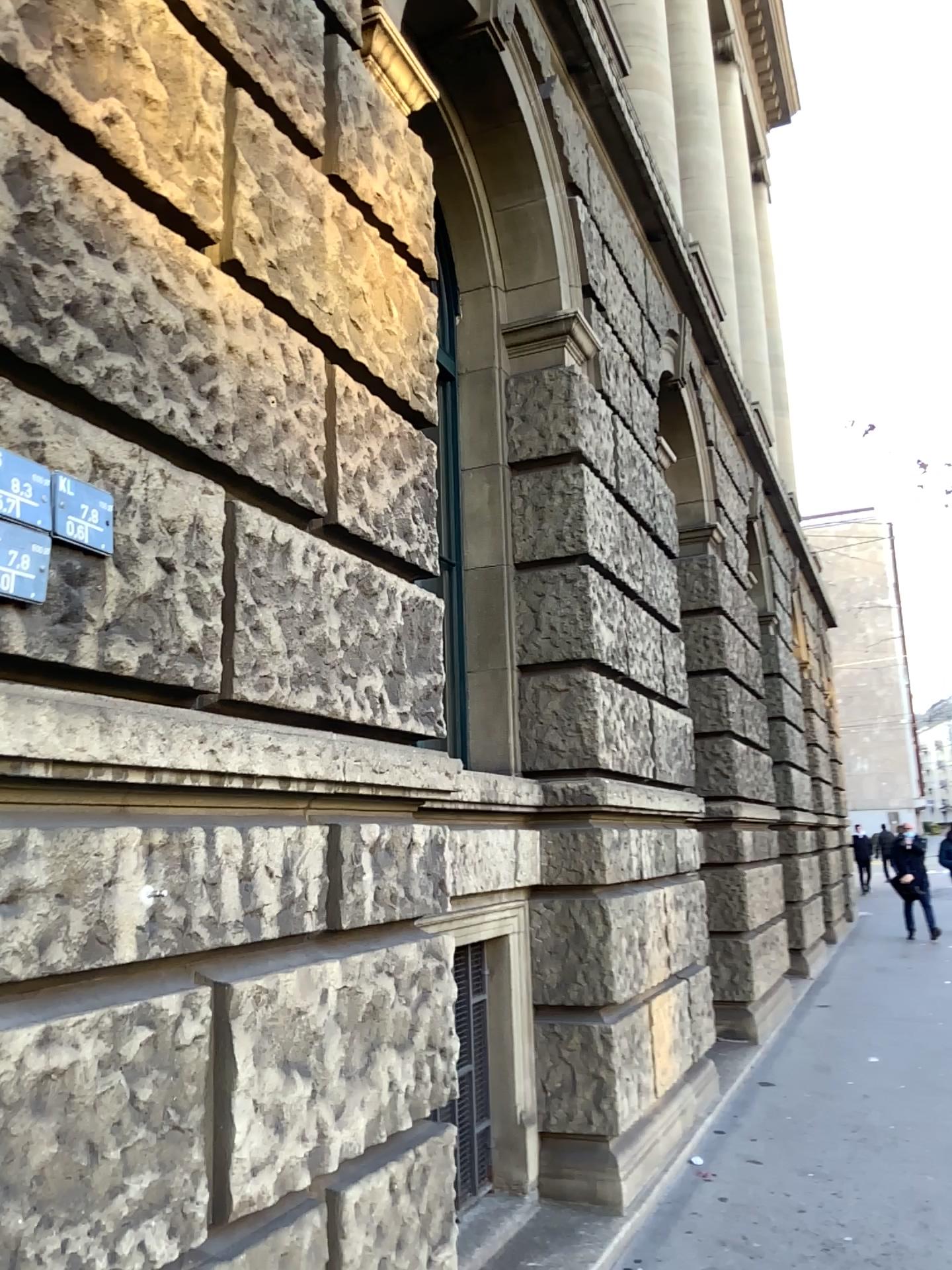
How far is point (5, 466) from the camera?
1.7m

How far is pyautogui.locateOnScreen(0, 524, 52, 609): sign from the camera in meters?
1.7

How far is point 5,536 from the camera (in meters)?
1.65

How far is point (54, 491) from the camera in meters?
1.8 m

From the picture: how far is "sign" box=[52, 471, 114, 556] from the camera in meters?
1.8

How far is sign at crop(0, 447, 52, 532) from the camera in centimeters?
168cm

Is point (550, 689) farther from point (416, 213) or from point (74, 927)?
point (74, 927)
